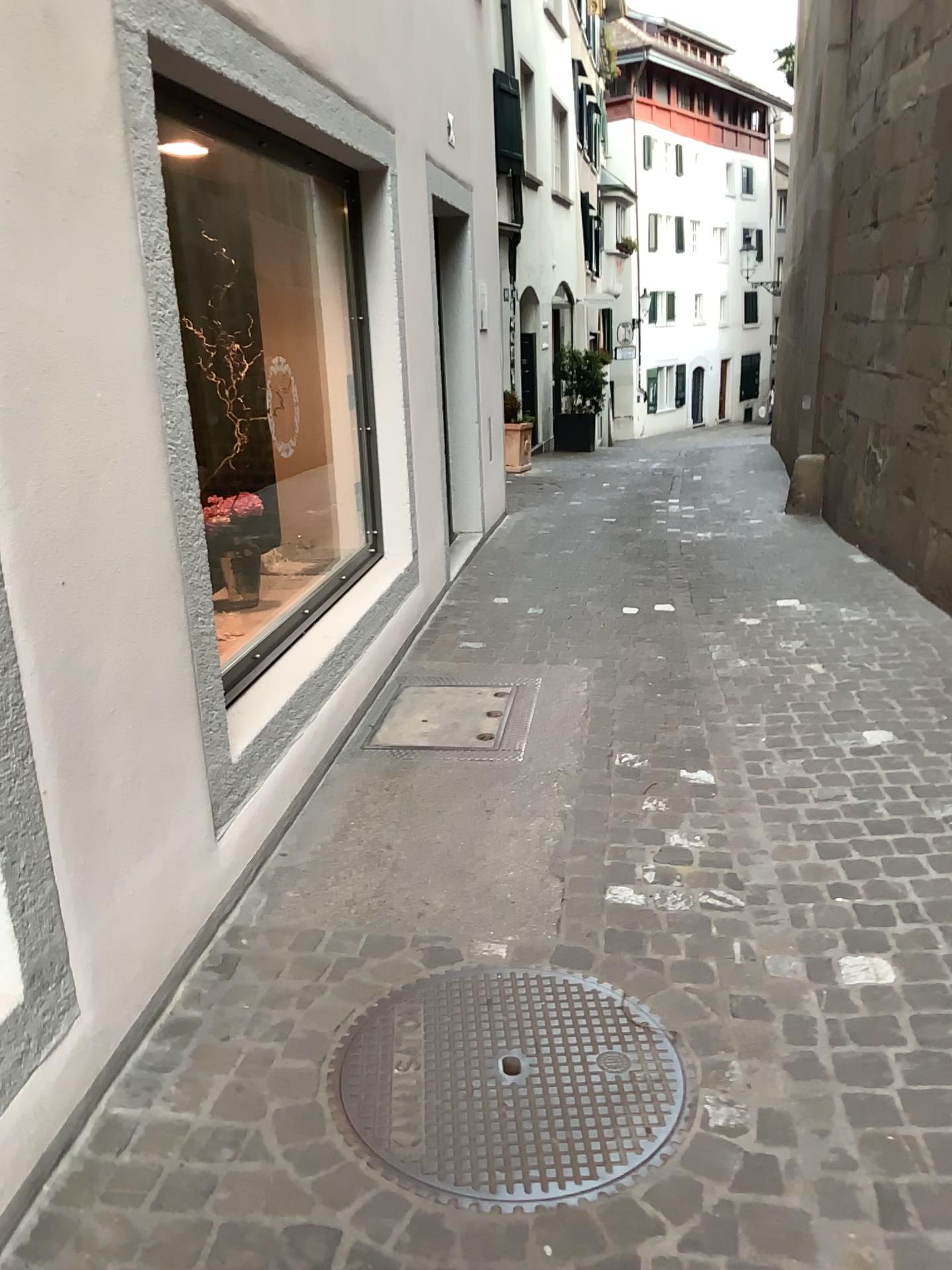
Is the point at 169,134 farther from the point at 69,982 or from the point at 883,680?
the point at 883,680
